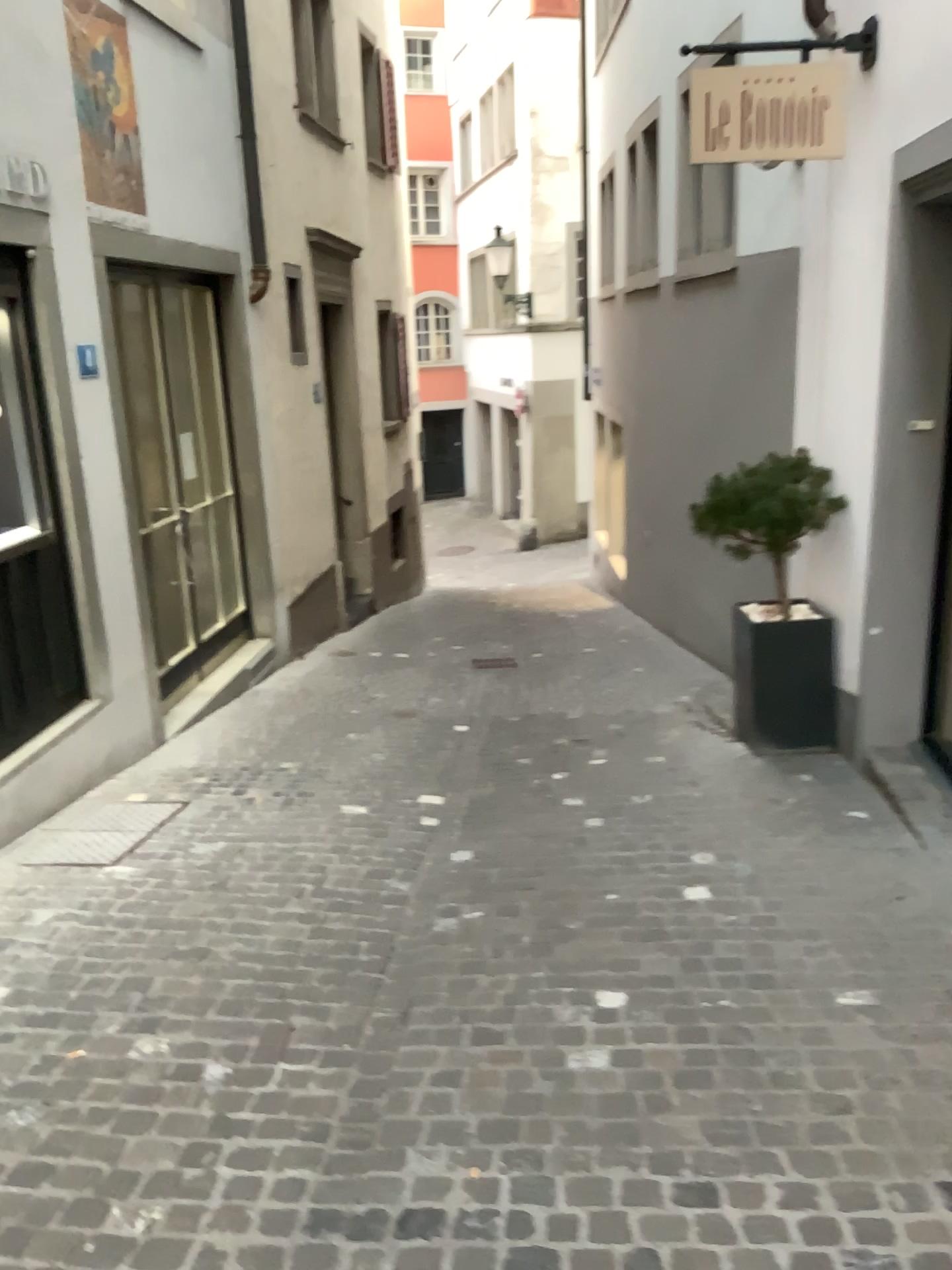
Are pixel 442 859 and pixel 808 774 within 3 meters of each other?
yes
